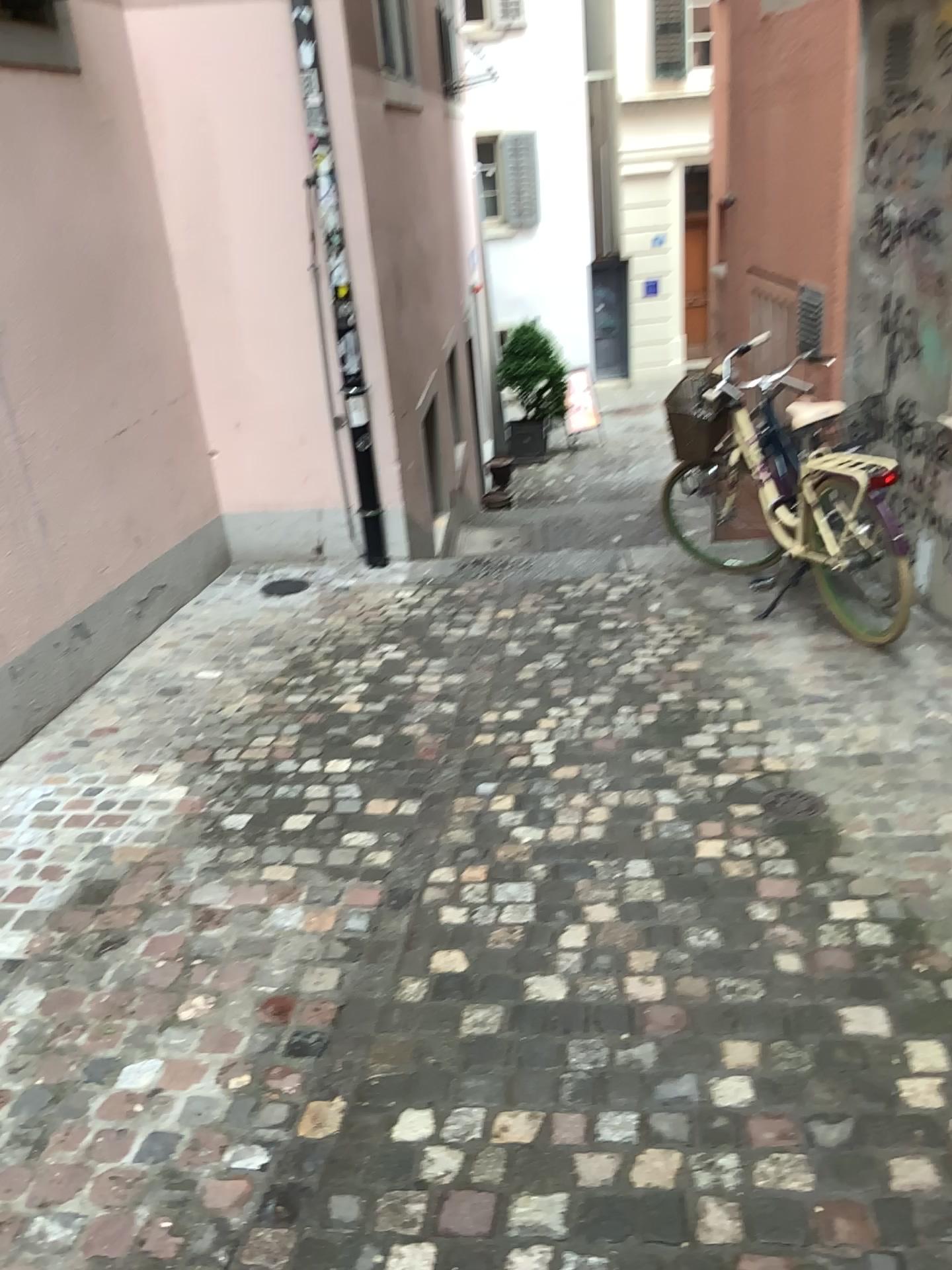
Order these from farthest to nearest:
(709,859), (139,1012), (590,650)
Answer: (590,650) → (709,859) → (139,1012)
